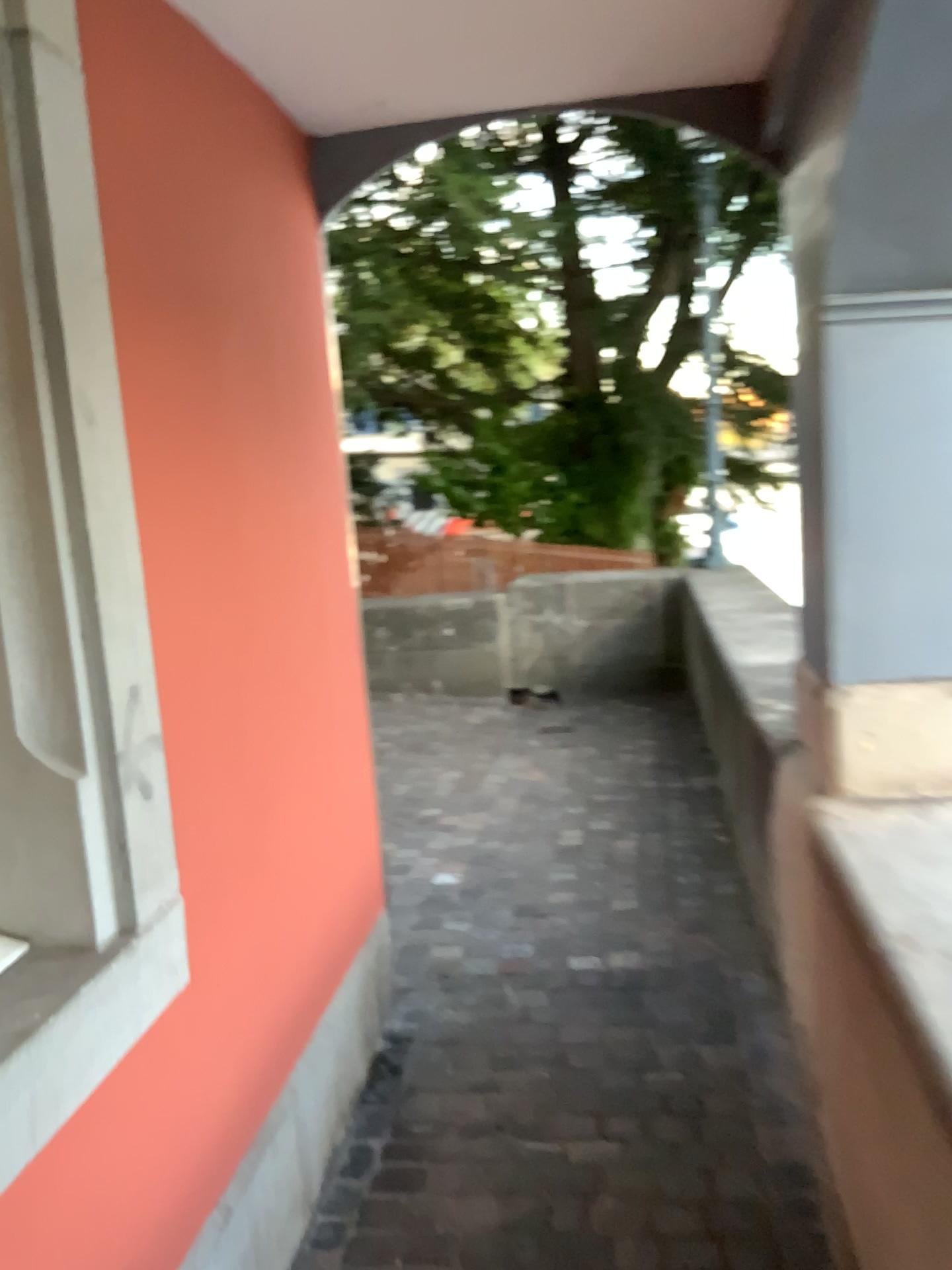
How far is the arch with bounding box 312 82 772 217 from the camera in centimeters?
233cm

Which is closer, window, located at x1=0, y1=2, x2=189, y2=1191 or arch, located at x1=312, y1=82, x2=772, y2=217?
window, located at x1=0, y1=2, x2=189, y2=1191

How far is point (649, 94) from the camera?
2.33m

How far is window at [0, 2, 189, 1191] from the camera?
1.4m

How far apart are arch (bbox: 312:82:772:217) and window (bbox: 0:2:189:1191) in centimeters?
108cm

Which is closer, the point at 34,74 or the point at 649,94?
the point at 34,74

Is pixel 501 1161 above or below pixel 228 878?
below

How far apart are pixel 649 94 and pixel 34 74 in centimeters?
142cm
